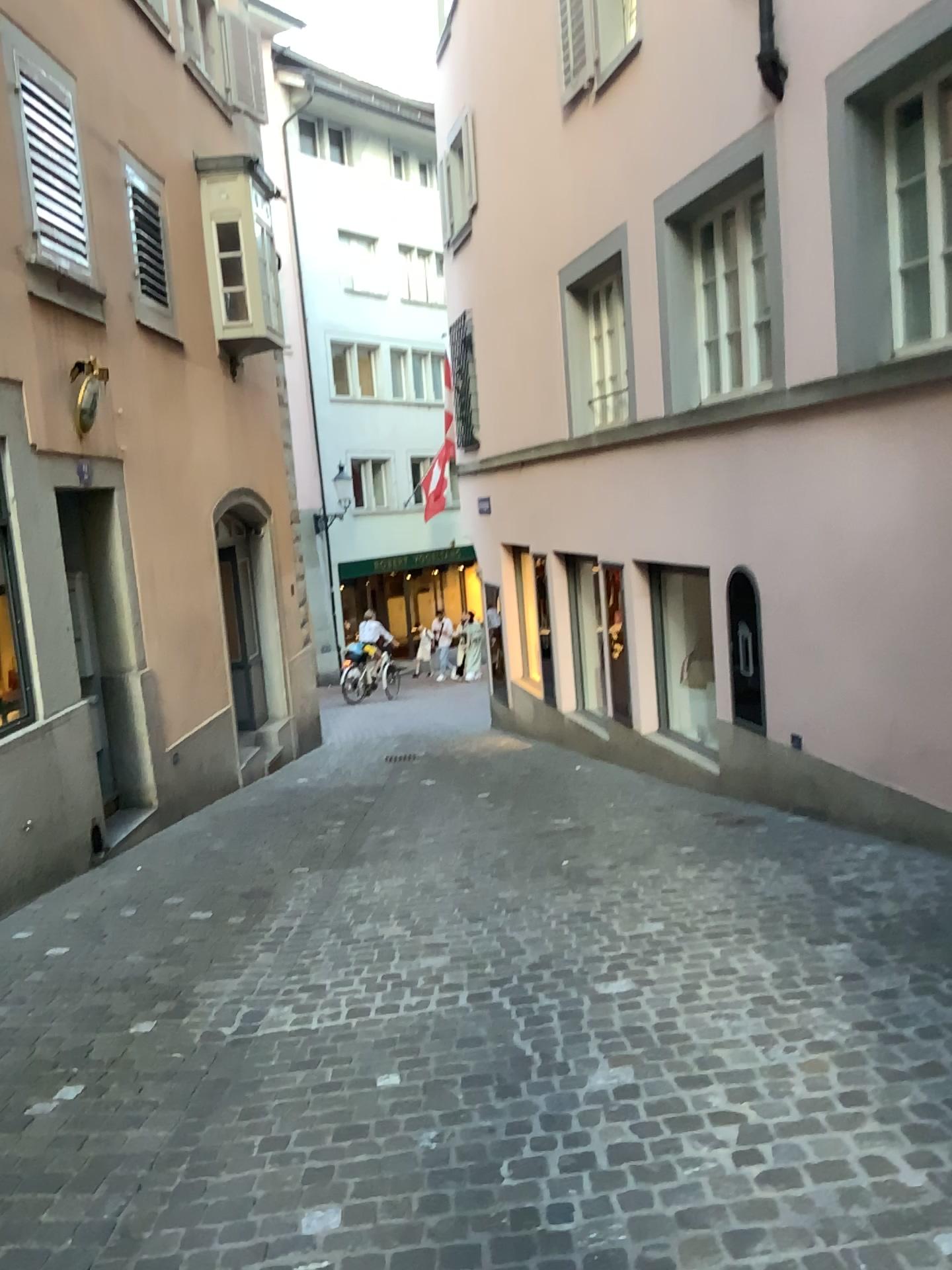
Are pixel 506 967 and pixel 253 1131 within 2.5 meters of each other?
yes
